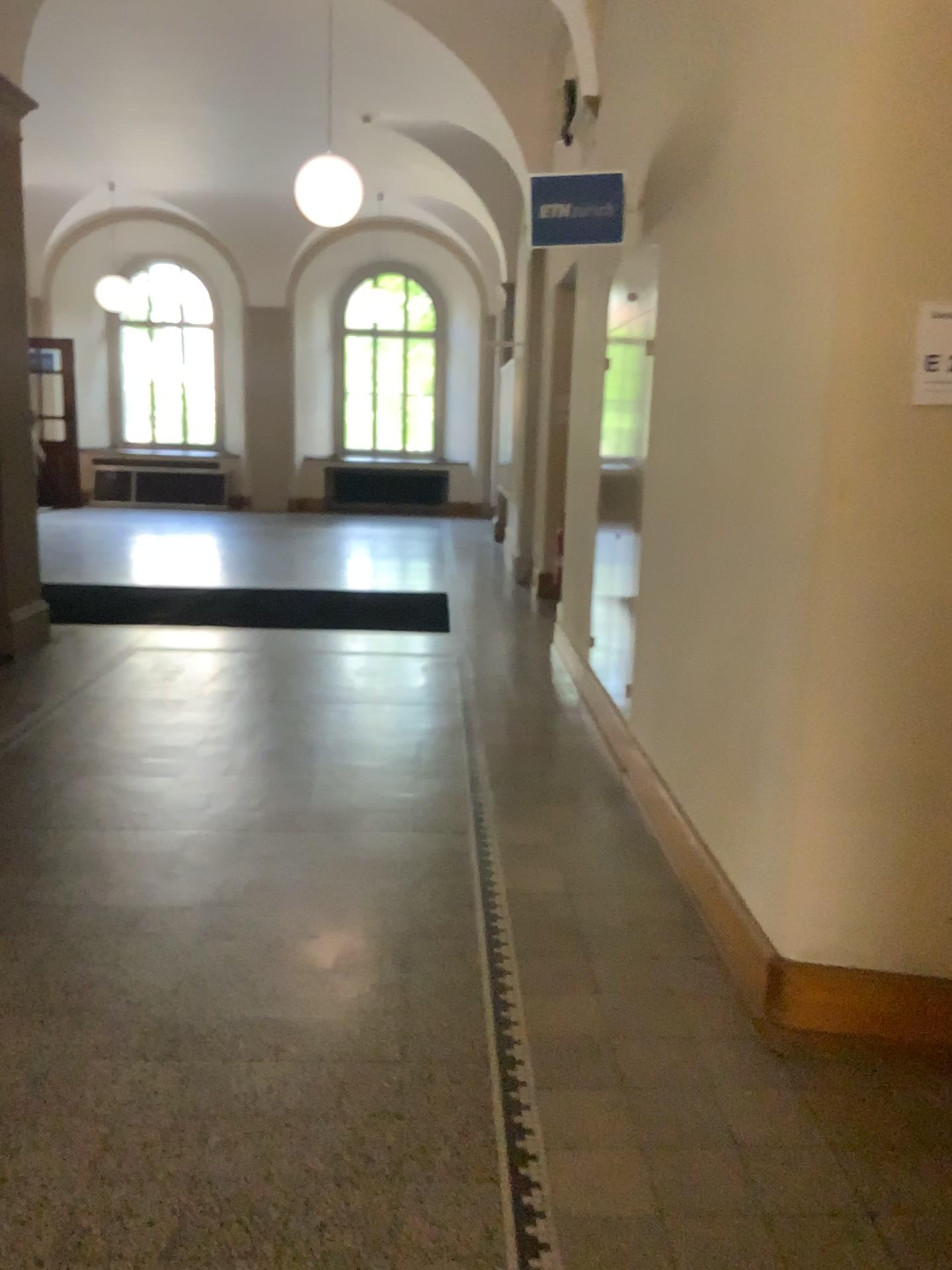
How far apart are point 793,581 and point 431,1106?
1.43m

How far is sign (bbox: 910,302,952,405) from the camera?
2.23m

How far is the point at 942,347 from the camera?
2.2 meters
